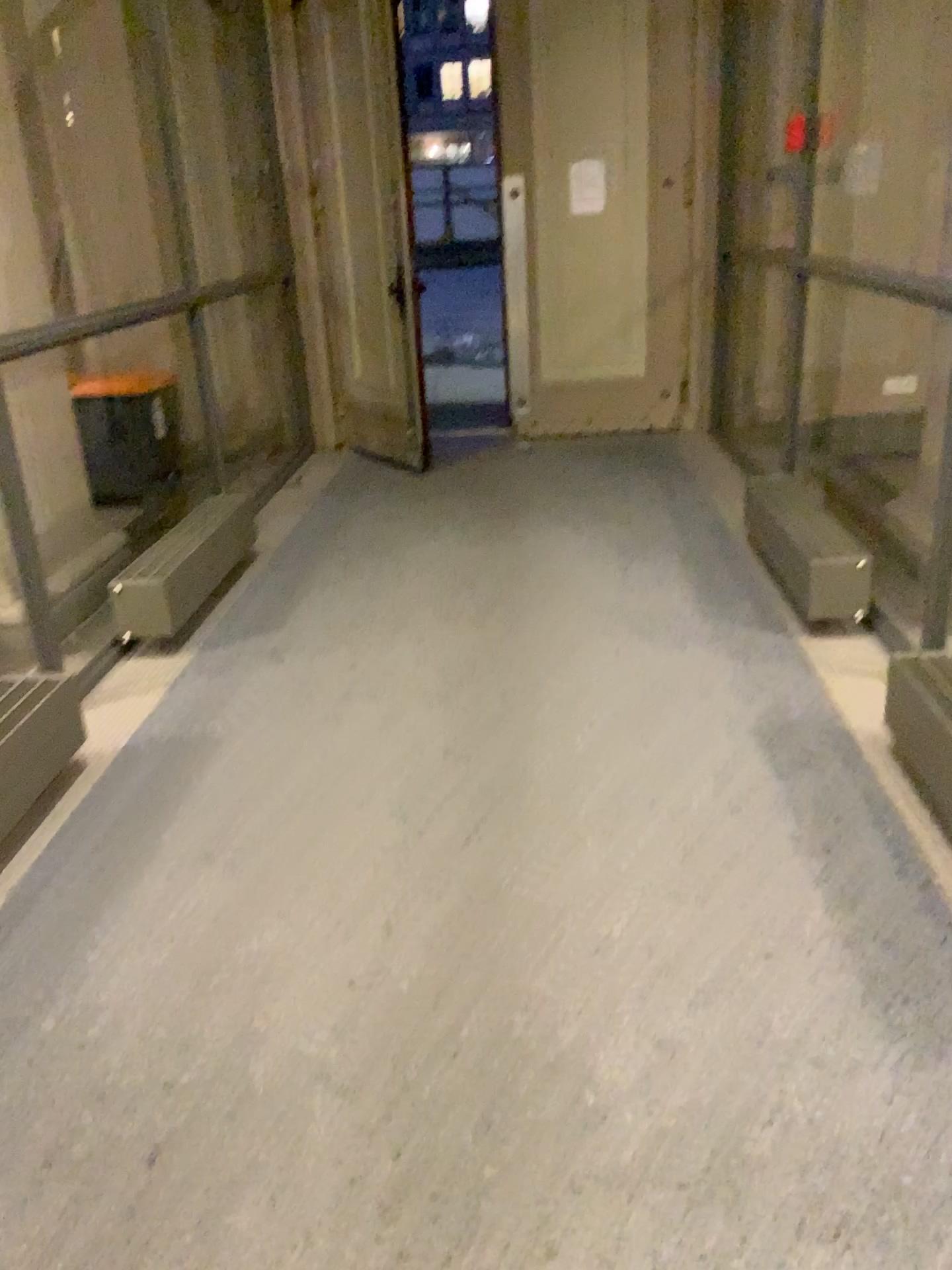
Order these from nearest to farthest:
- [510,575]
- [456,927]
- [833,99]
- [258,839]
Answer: [456,927]
[258,839]
[510,575]
[833,99]
